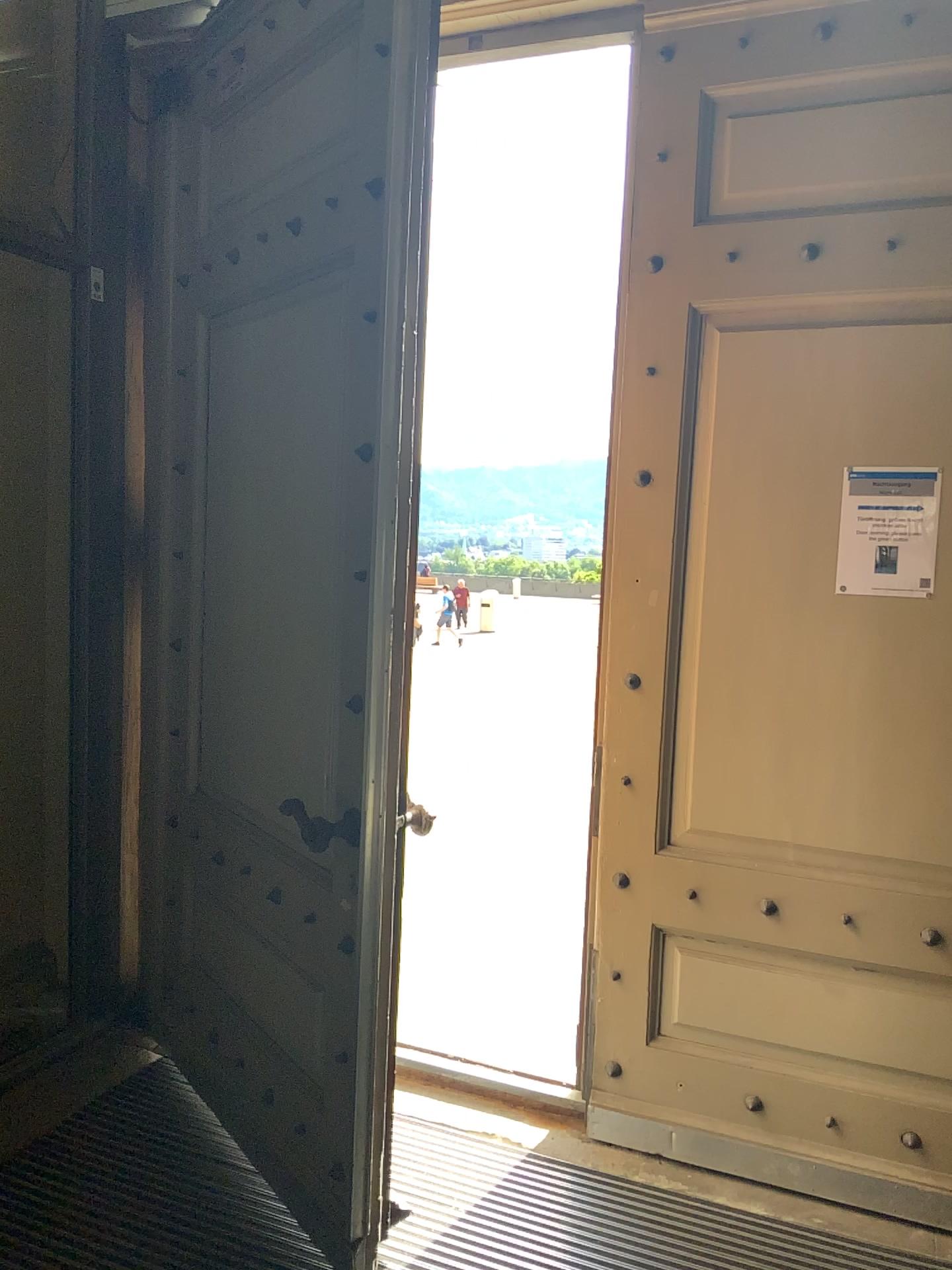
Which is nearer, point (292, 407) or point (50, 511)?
point (292, 407)

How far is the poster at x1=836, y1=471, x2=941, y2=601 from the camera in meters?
2.4 m

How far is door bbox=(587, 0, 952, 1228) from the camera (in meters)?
2.44

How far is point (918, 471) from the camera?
2.4m

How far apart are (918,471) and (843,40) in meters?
1.0

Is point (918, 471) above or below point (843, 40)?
below
